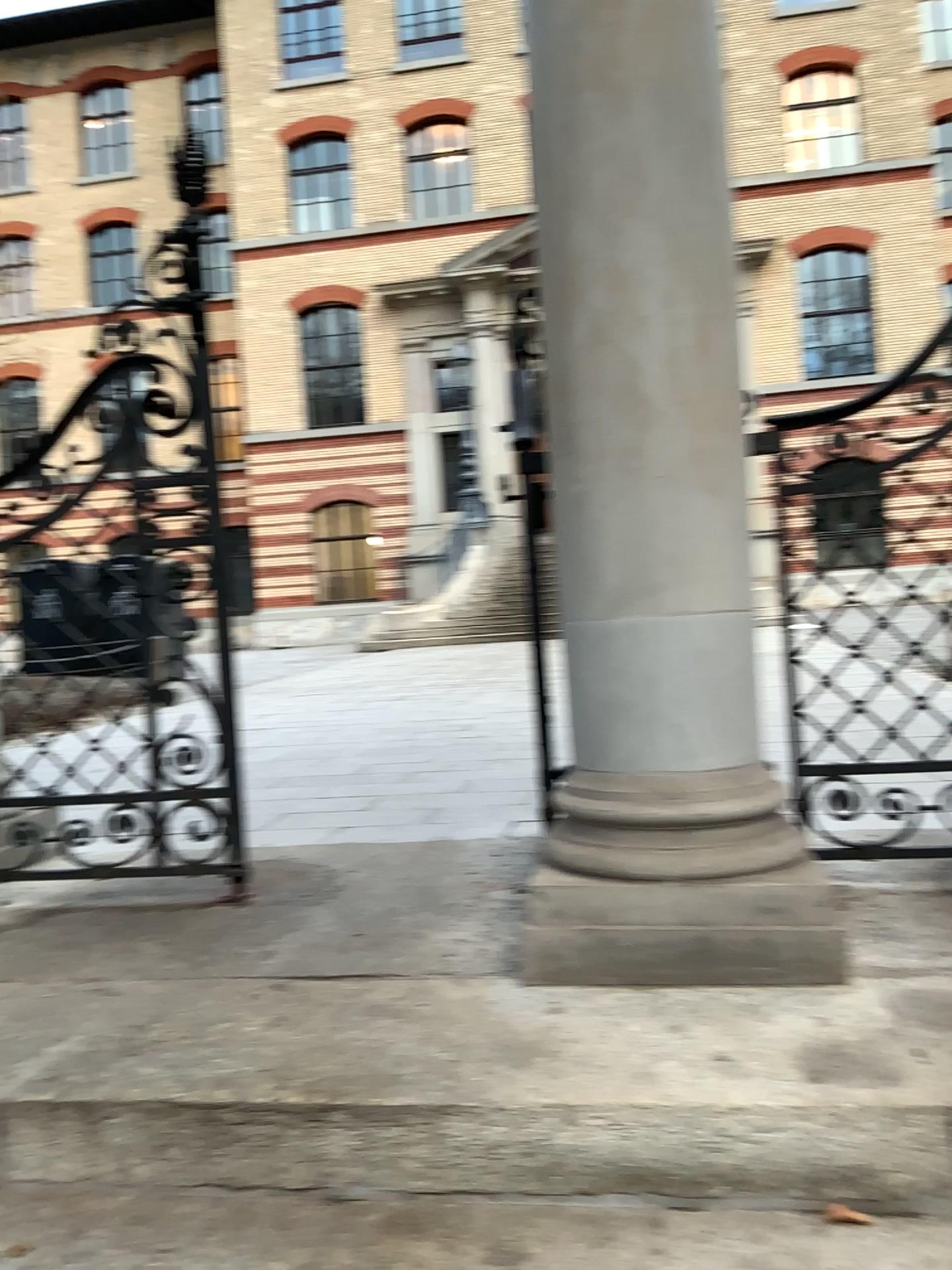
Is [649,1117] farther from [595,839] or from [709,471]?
[709,471]

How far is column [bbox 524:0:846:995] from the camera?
1.96m

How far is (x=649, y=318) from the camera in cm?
196
